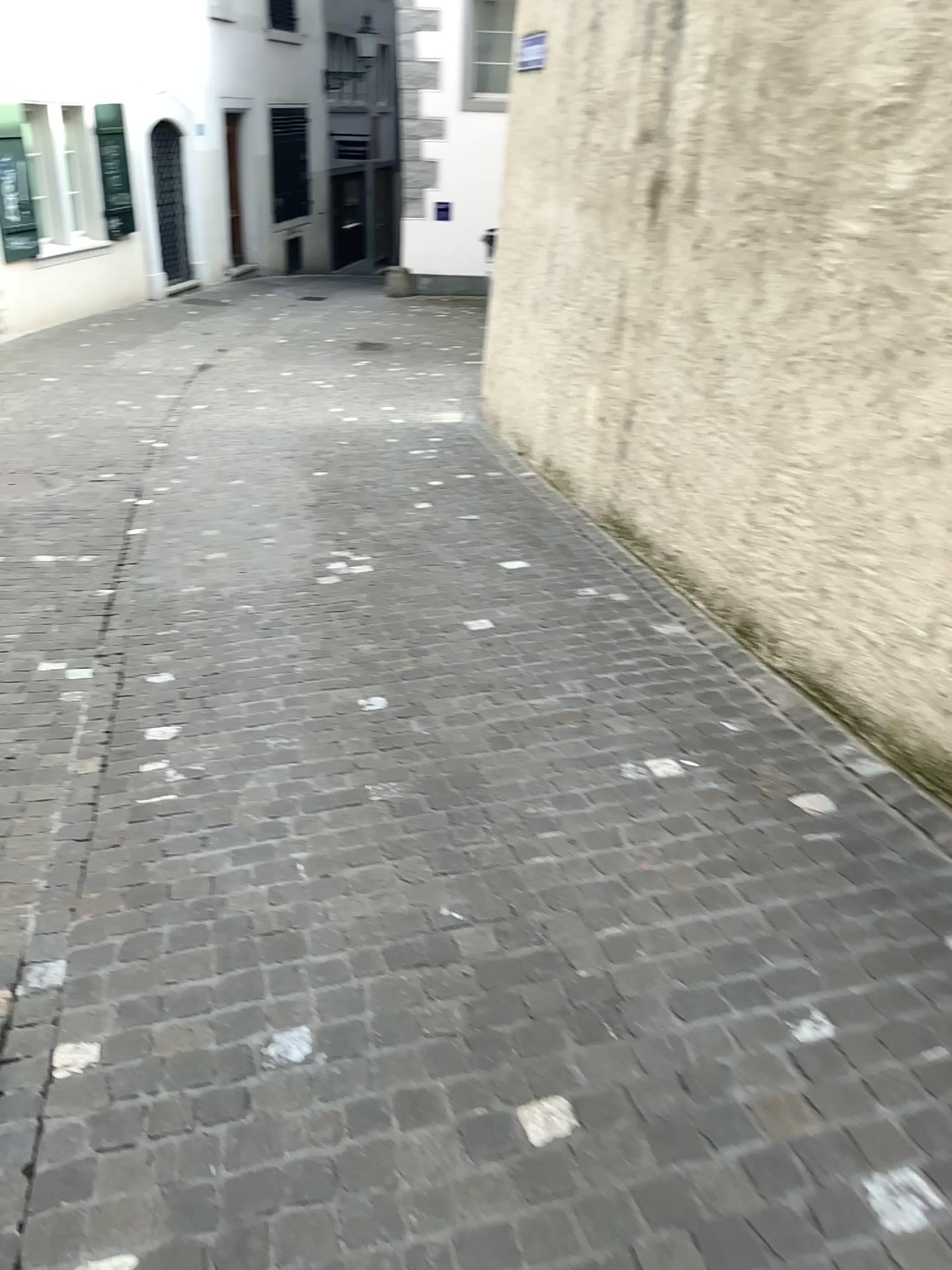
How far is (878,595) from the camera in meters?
3.1 m
